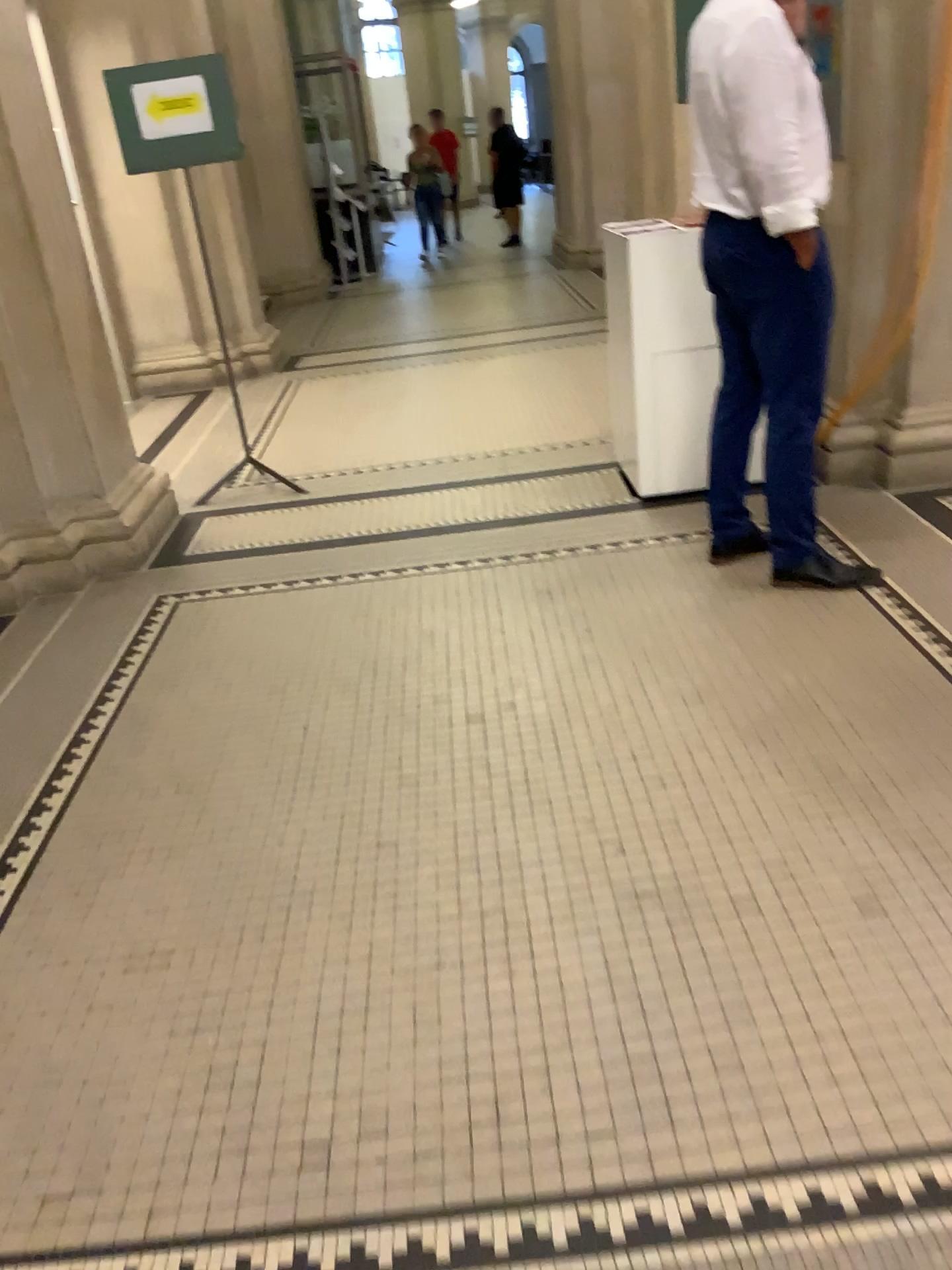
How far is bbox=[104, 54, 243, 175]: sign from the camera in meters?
4.3

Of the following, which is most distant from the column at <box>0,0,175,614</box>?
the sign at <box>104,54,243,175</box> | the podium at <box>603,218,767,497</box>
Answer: the podium at <box>603,218,767,497</box>

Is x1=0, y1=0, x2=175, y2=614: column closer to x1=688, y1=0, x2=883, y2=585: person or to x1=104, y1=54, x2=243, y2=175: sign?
x1=104, y1=54, x2=243, y2=175: sign

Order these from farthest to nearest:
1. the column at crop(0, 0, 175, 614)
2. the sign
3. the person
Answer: the sign < the column at crop(0, 0, 175, 614) < the person

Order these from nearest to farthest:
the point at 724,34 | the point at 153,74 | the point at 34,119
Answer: the point at 724,34 < the point at 34,119 < the point at 153,74

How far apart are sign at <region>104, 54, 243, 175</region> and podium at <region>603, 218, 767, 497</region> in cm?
188

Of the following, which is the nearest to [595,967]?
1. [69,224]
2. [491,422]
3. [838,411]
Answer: [838,411]

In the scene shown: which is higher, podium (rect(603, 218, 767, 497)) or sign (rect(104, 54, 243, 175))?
sign (rect(104, 54, 243, 175))

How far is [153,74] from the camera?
4.35m

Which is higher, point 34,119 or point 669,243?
point 34,119
